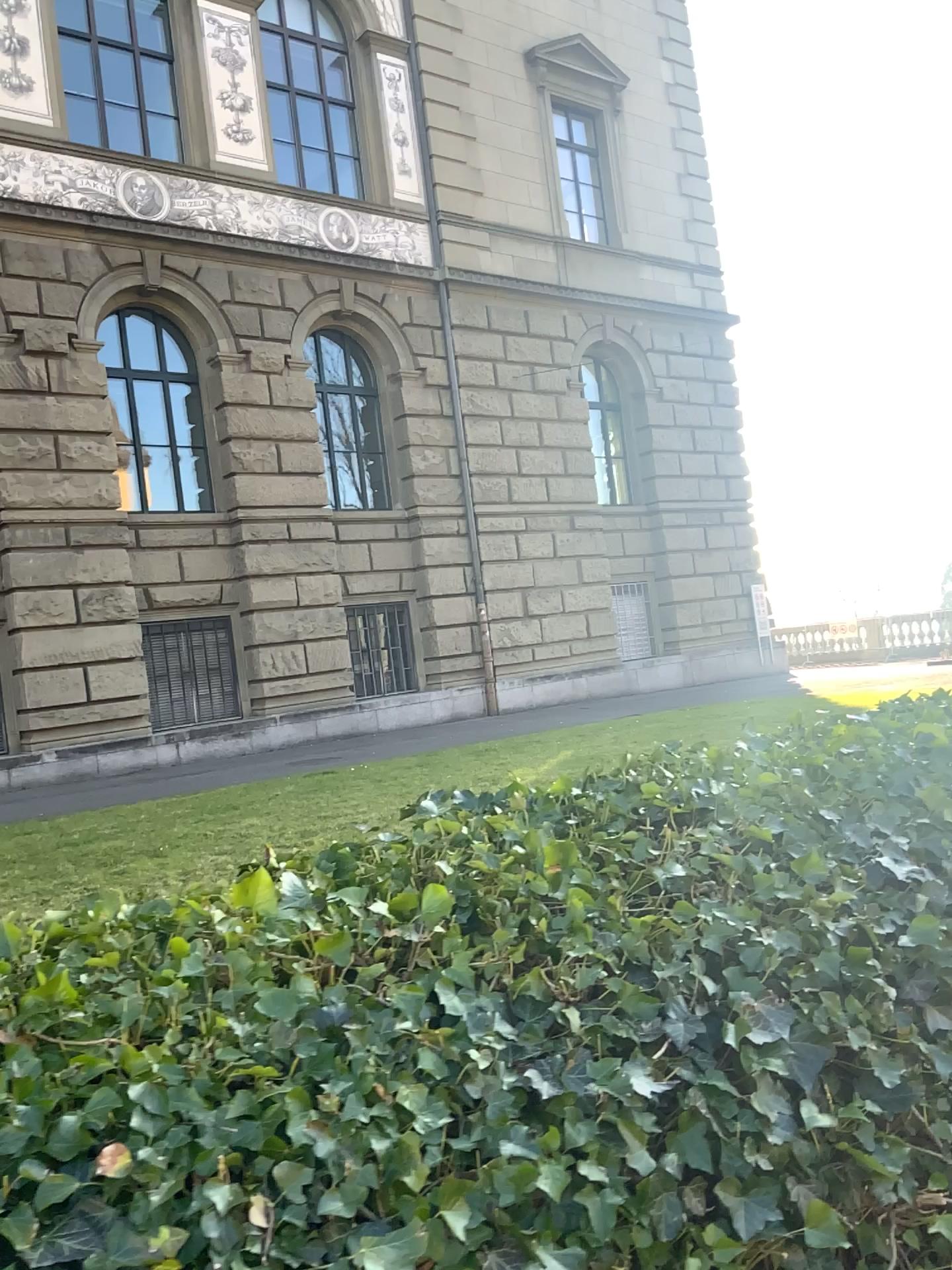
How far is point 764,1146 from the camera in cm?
119
